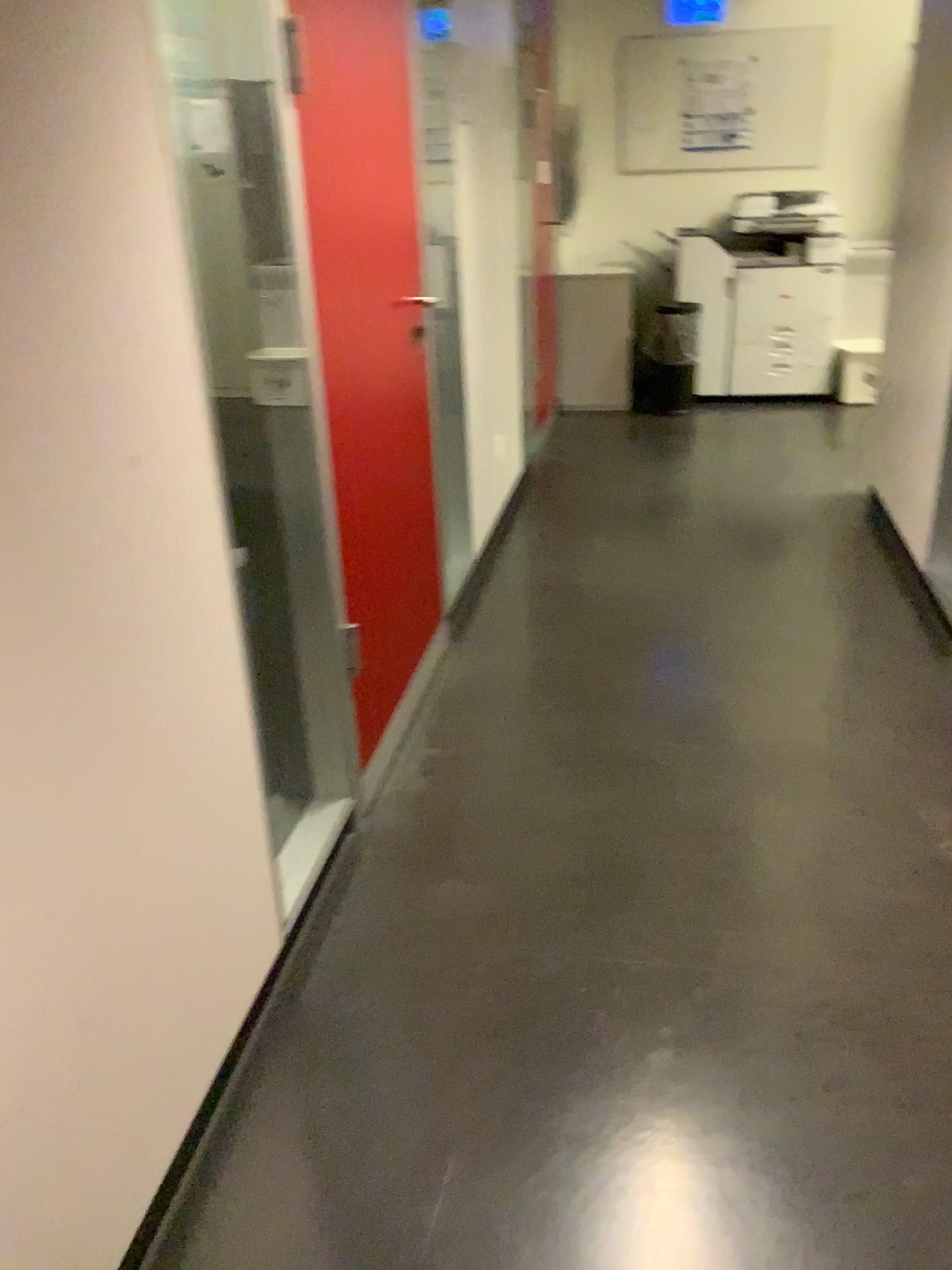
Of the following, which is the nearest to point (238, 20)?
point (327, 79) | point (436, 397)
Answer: point (327, 79)

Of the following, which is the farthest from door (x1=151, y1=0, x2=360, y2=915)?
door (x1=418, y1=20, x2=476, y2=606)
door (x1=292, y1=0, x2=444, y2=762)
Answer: door (x1=418, y1=20, x2=476, y2=606)

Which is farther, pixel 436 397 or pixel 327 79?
pixel 436 397

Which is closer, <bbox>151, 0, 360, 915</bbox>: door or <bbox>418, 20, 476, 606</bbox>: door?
<bbox>151, 0, 360, 915</bbox>: door

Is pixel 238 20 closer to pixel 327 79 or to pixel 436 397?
pixel 327 79

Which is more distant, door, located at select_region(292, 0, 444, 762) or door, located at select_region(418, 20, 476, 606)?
door, located at select_region(418, 20, 476, 606)

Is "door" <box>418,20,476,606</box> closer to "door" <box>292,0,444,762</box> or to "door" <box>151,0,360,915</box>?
"door" <box>292,0,444,762</box>

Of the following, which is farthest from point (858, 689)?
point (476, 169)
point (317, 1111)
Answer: point (476, 169)
